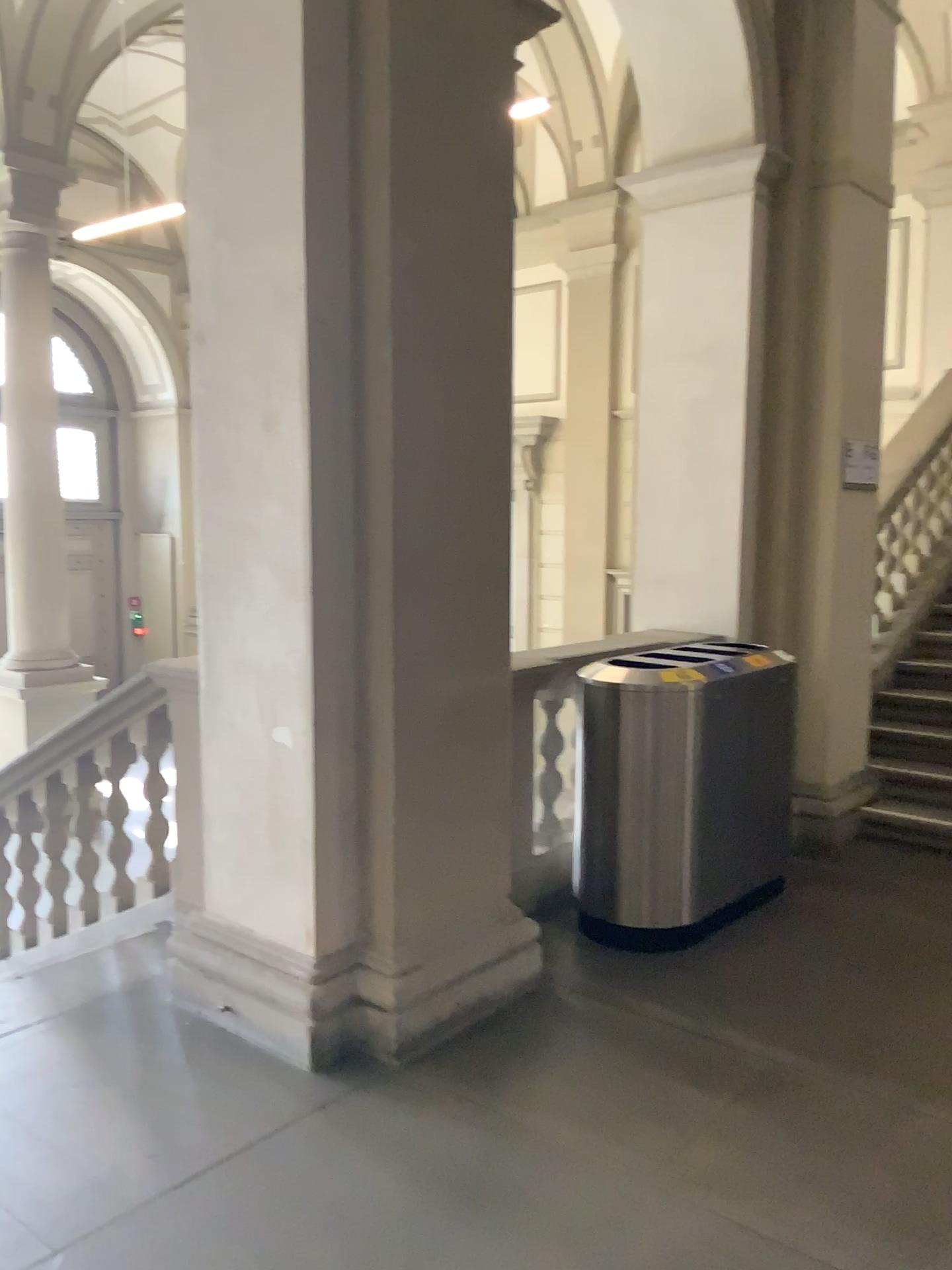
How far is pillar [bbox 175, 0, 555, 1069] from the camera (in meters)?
2.96

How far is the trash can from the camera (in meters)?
3.69

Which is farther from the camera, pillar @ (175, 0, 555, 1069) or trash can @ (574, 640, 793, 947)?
trash can @ (574, 640, 793, 947)

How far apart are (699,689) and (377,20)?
2.3 meters

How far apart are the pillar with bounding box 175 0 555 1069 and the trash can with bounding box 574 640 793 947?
0.6m

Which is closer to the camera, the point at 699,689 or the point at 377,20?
the point at 377,20

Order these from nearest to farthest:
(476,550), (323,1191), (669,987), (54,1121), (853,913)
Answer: (323,1191) → (54,1121) → (476,550) → (669,987) → (853,913)

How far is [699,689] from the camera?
3.69m
